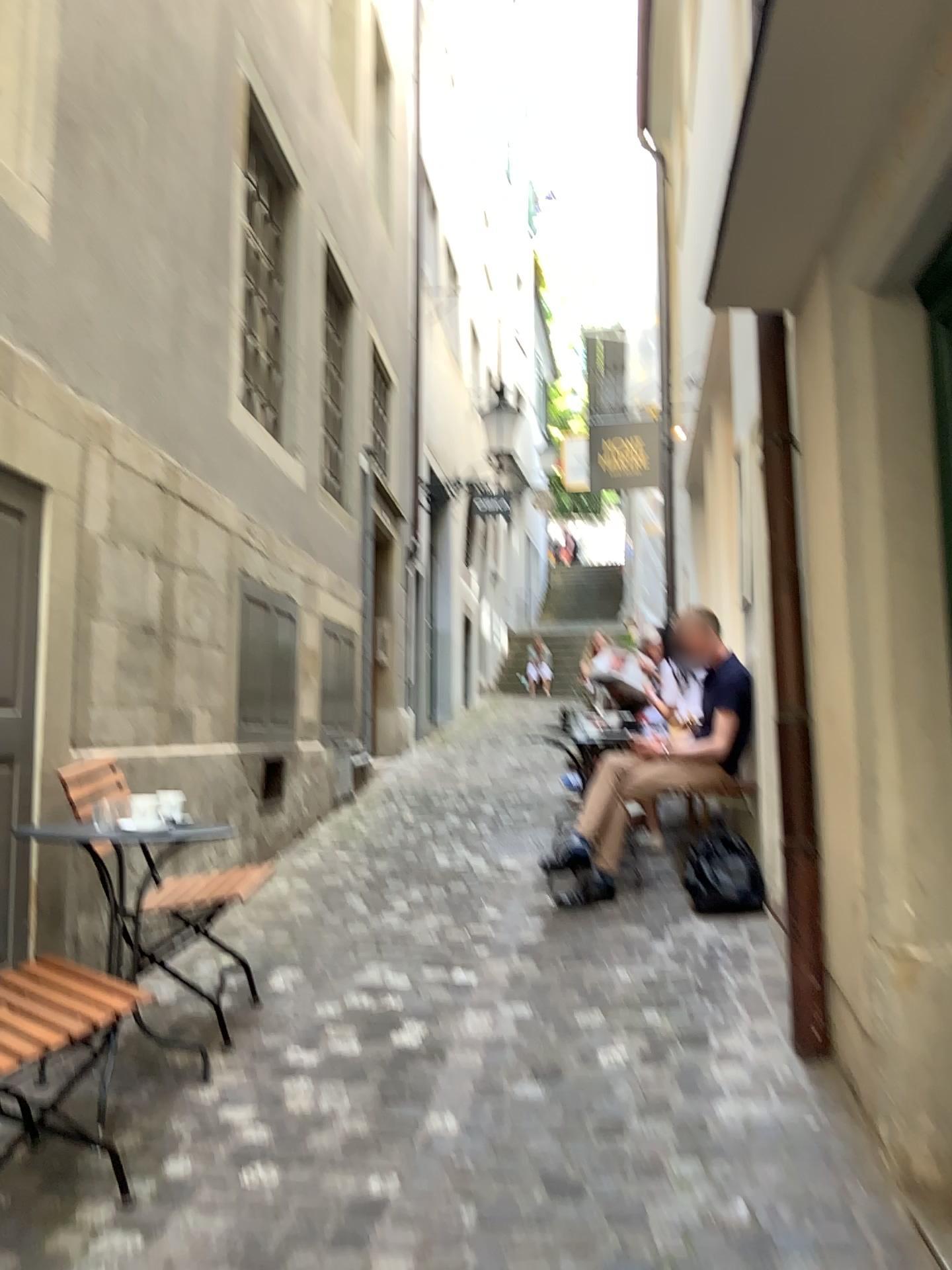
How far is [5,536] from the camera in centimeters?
319cm

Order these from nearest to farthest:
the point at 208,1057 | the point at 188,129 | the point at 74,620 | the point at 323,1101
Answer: the point at 323,1101
the point at 208,1057
the point at 74,620
the point at 188,129

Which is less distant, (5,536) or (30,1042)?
(30,1042)

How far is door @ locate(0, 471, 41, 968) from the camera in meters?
3.2 m

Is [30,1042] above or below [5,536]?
below

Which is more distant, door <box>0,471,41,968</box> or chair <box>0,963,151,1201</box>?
door <box>0,471,41,968</box>
